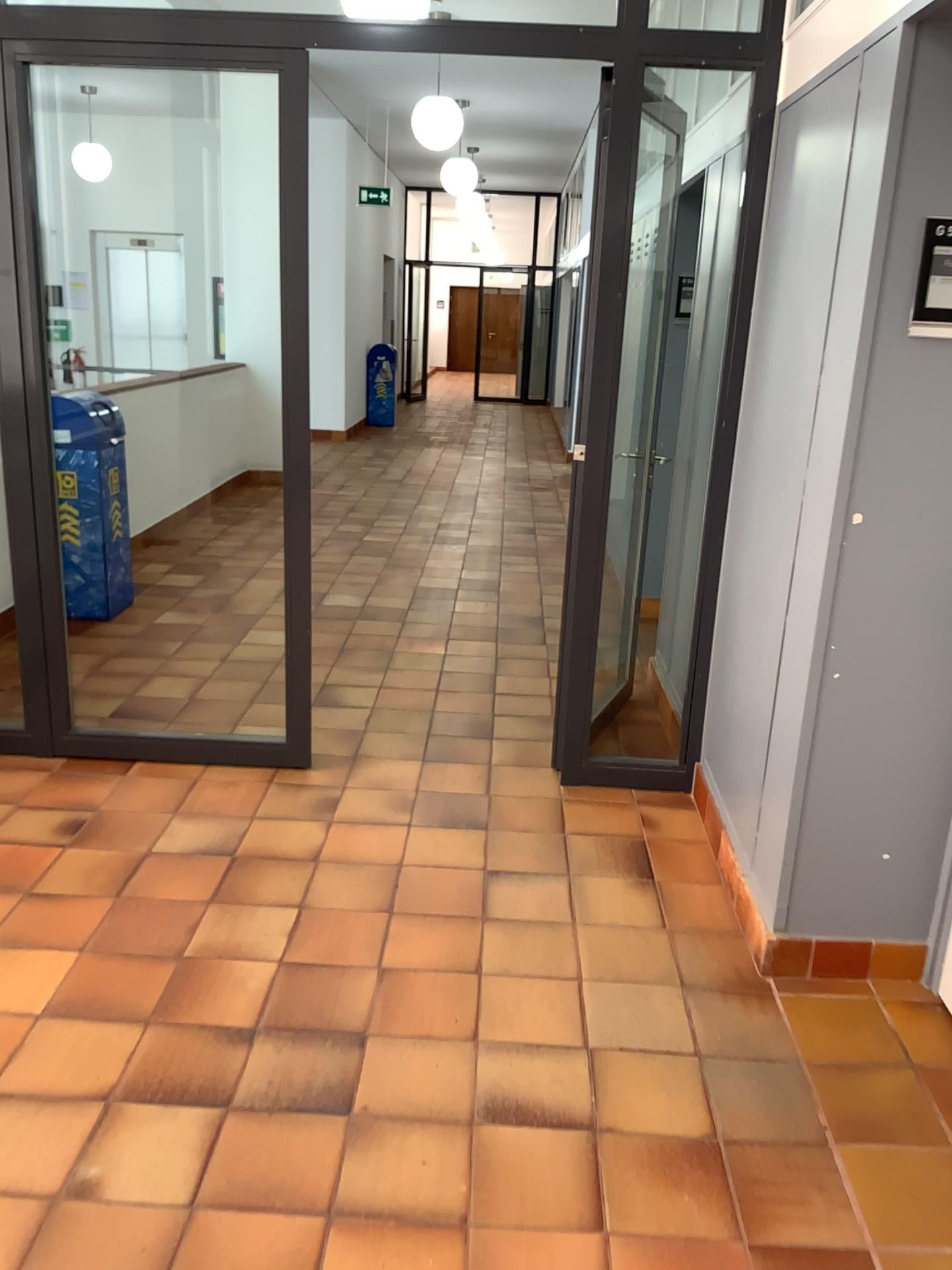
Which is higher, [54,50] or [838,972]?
[54,50]

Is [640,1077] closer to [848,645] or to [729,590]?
[848,645]
